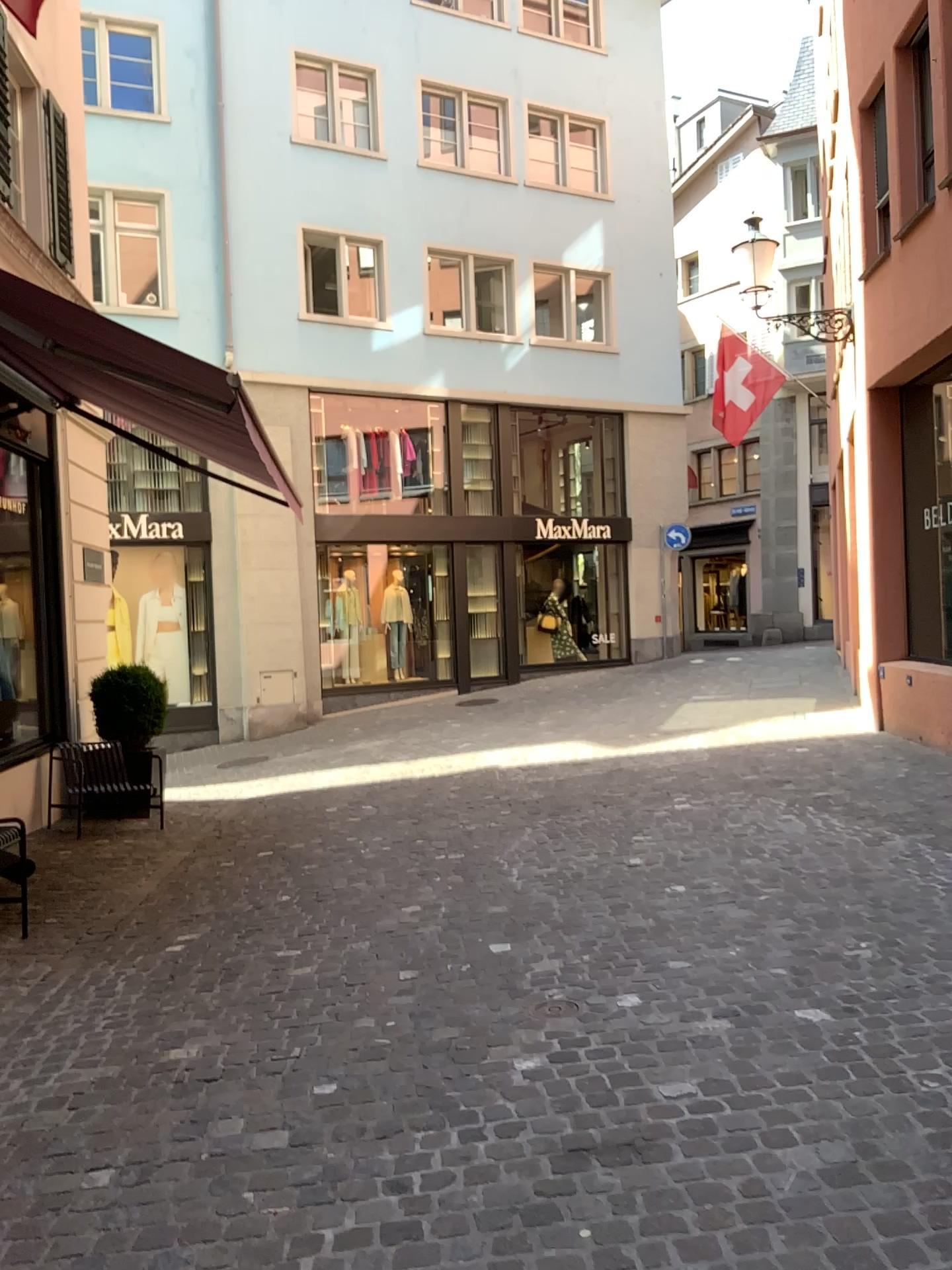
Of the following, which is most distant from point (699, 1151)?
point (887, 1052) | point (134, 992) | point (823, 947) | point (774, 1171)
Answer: point (134, 992)
